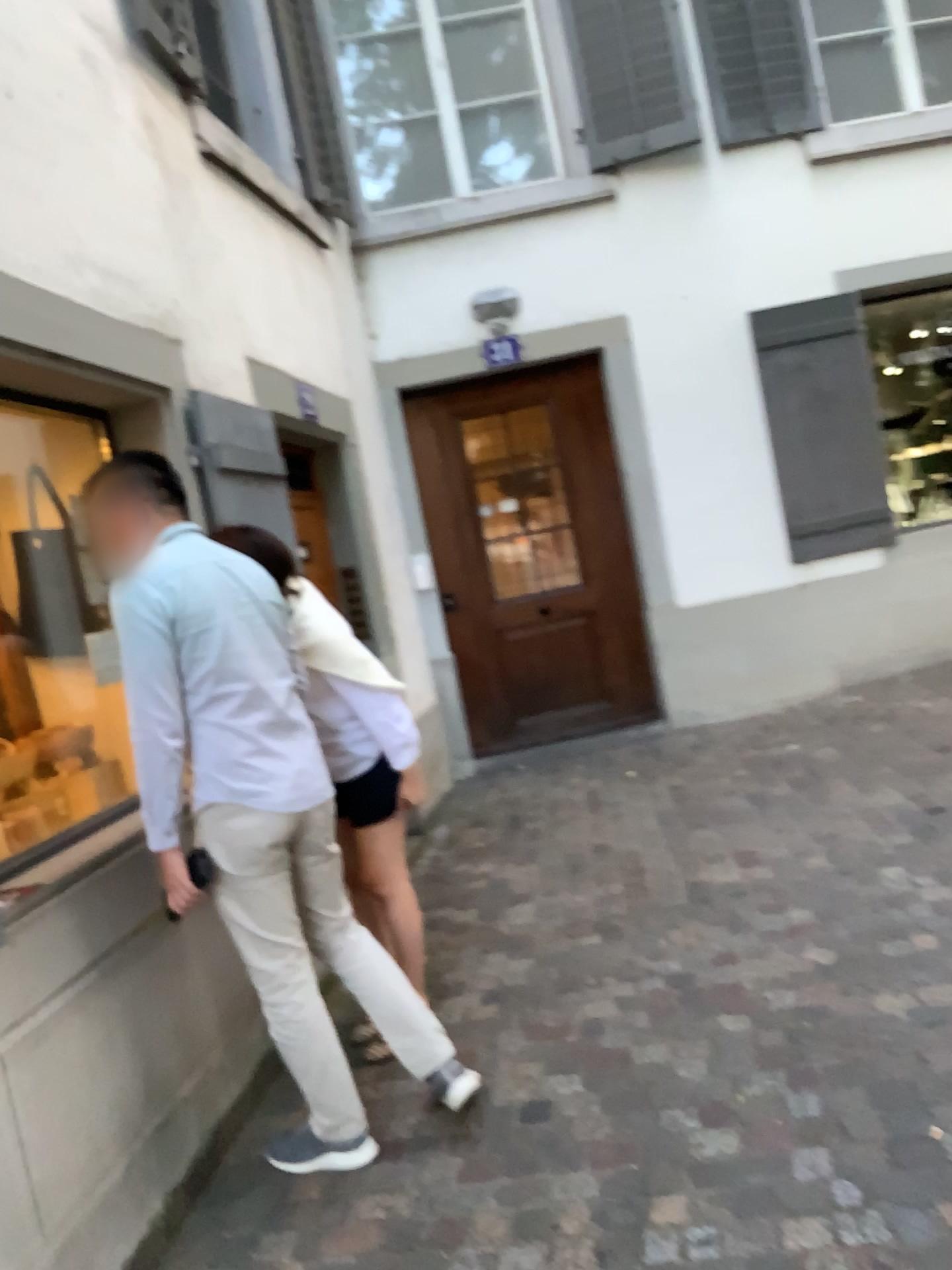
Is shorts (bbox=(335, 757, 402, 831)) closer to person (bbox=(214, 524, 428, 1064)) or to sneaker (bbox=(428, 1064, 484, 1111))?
person (bbox=(214, 524, 428, 1064))

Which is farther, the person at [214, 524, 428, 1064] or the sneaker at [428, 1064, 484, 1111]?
the person at [214, 524, 428, 1064]

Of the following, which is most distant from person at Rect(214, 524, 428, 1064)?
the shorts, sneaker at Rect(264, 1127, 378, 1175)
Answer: sneaker at Rect(264, 1127, 378, 1175)

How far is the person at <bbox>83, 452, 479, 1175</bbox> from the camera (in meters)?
2.36

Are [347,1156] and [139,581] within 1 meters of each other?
no

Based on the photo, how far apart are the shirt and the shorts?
0.57m

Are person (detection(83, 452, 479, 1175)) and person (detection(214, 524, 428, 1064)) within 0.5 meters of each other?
yes

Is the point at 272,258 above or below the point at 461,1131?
above

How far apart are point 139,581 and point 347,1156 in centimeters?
141cm

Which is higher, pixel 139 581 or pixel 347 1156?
pixel 139 581
